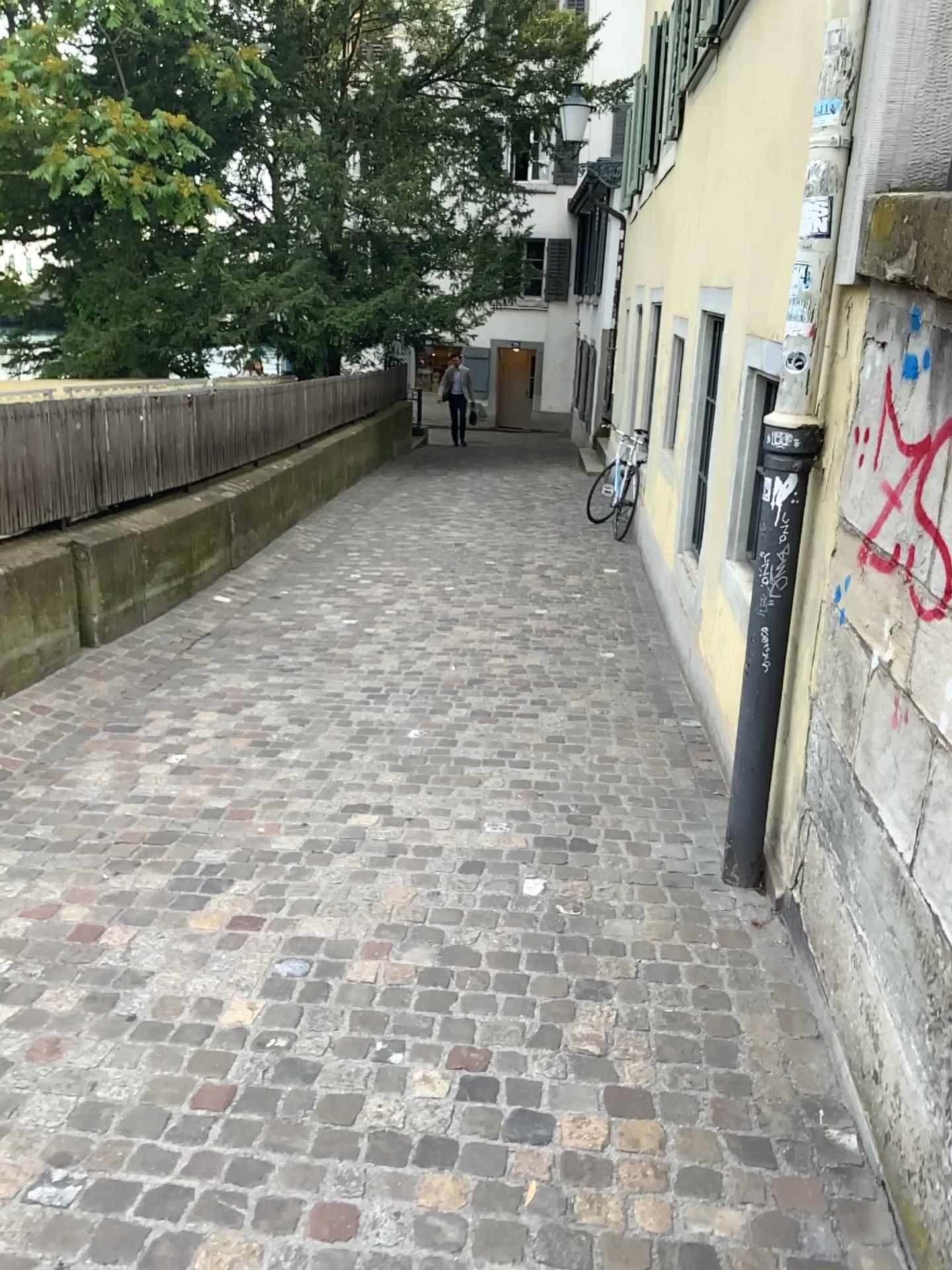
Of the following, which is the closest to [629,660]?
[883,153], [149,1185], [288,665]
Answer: [288,665]
